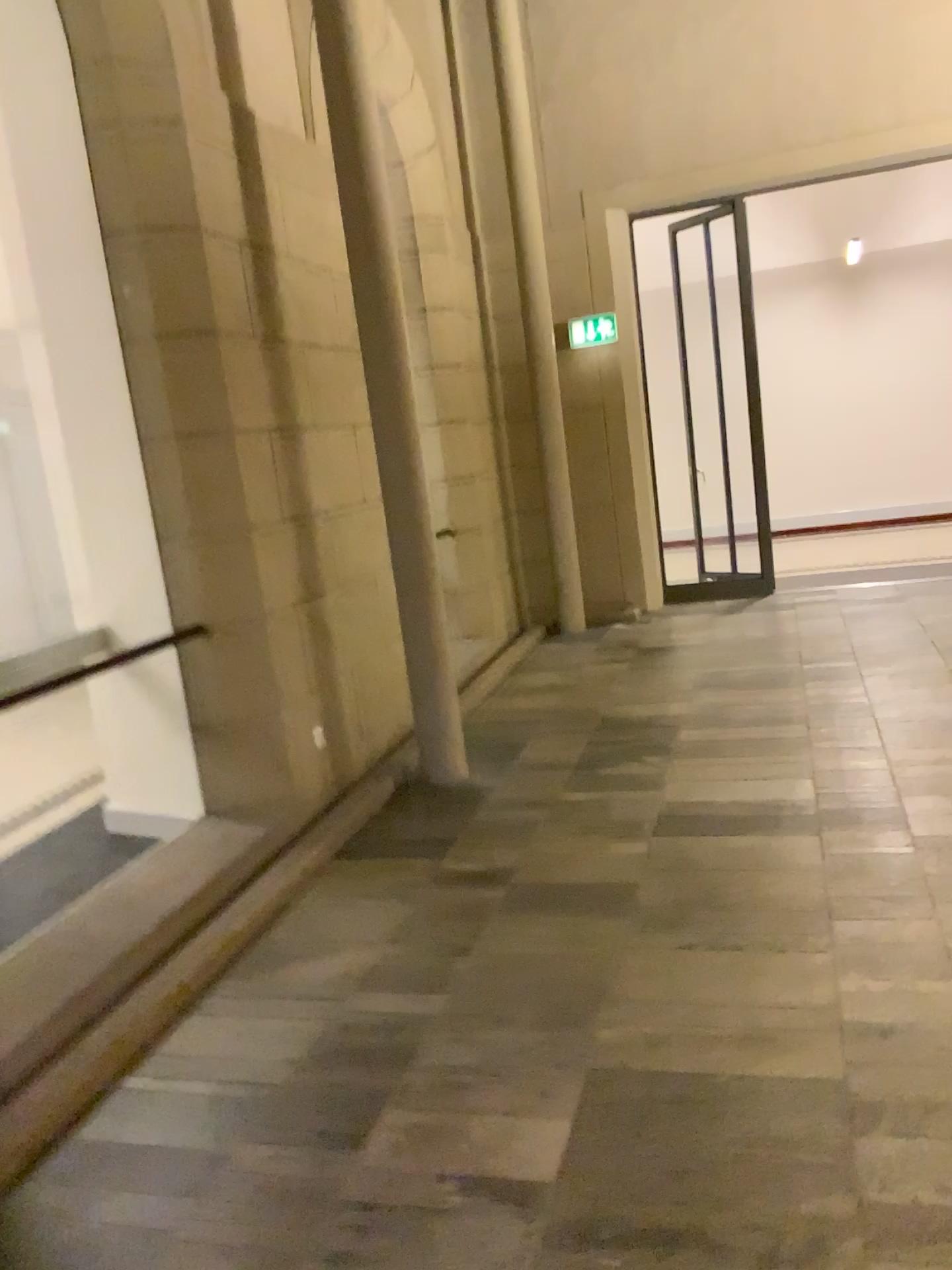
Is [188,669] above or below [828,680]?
above
